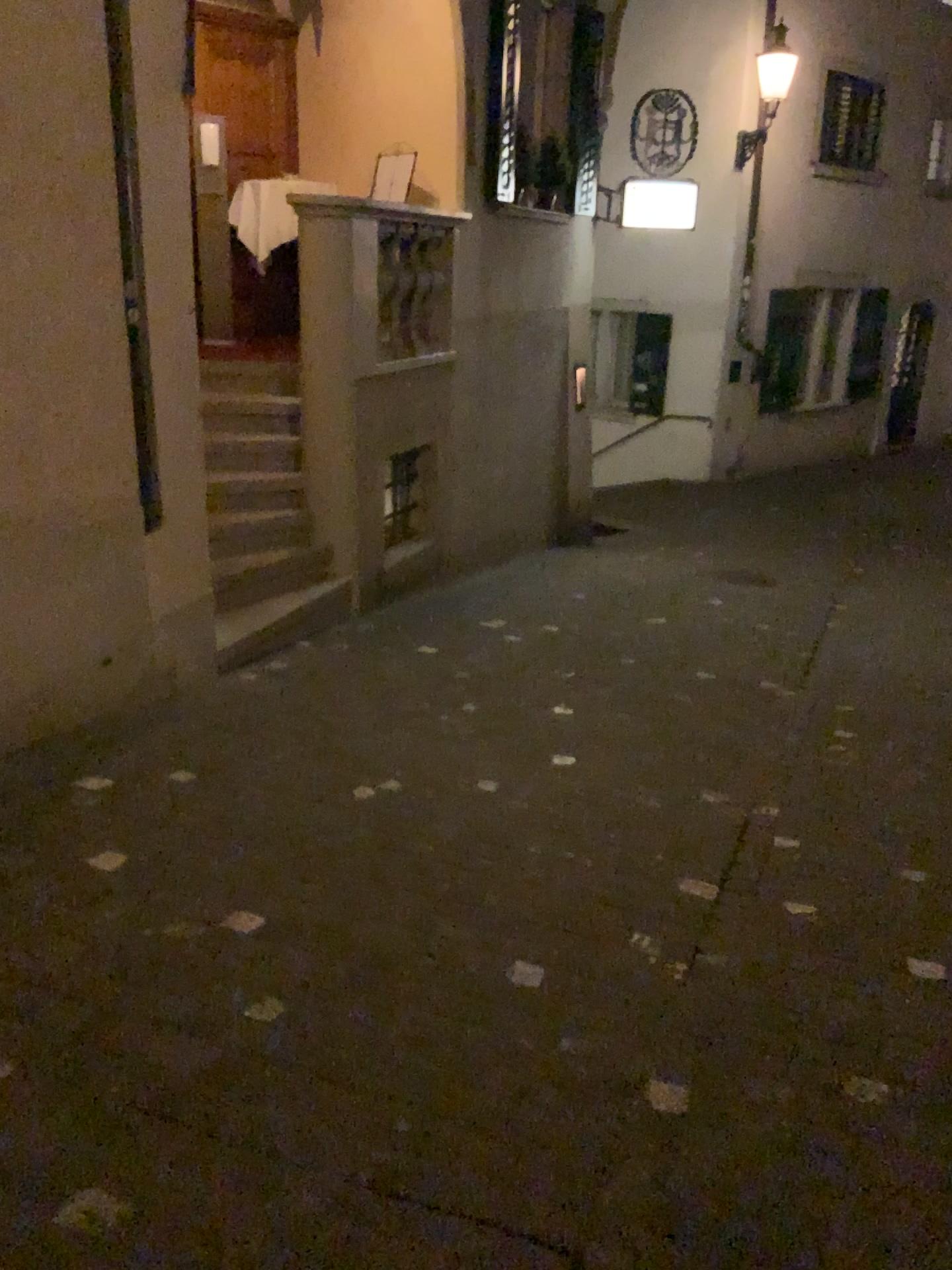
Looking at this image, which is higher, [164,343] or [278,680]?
[164,343]
